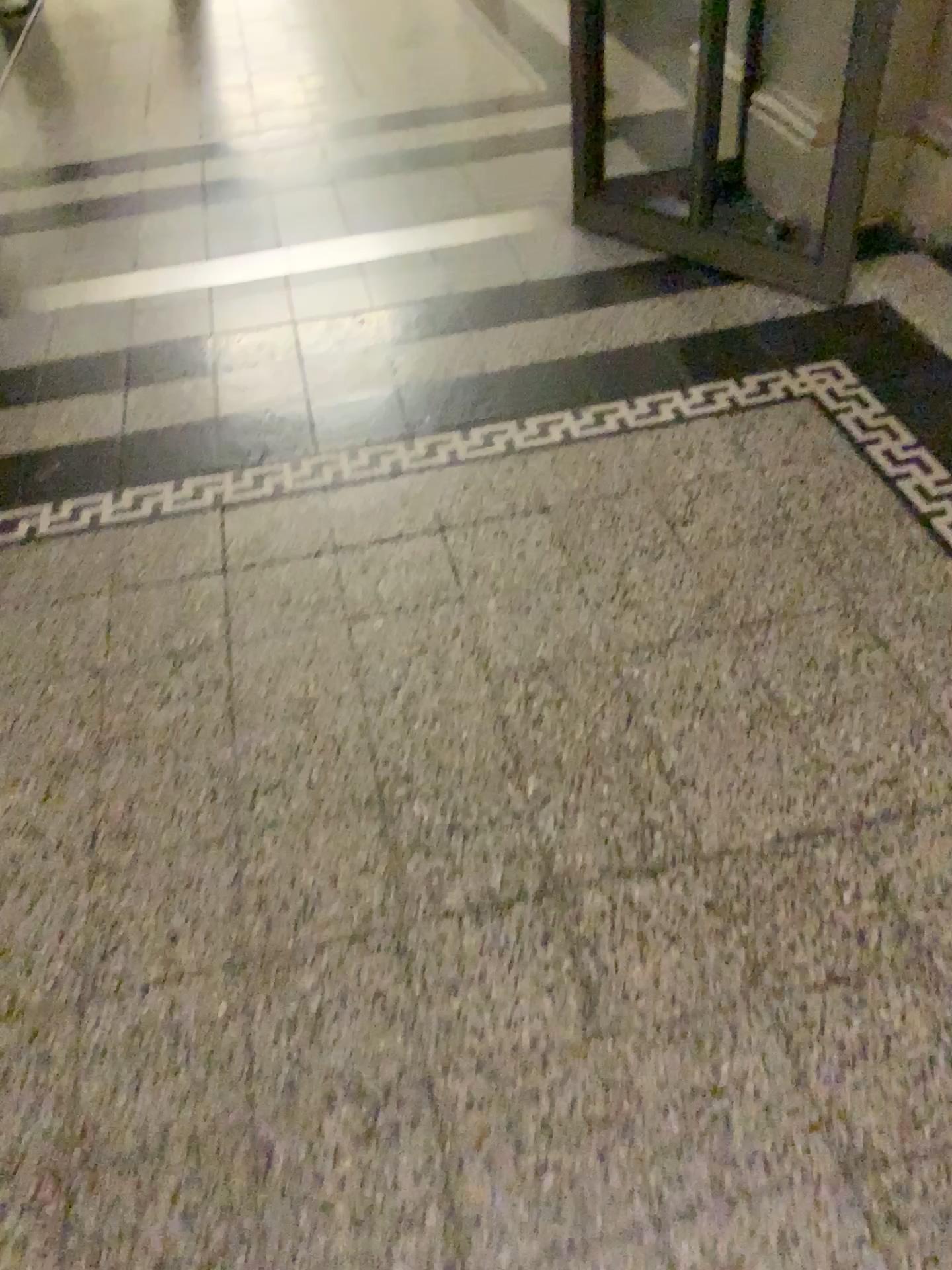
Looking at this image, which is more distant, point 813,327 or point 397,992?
point 813,327
